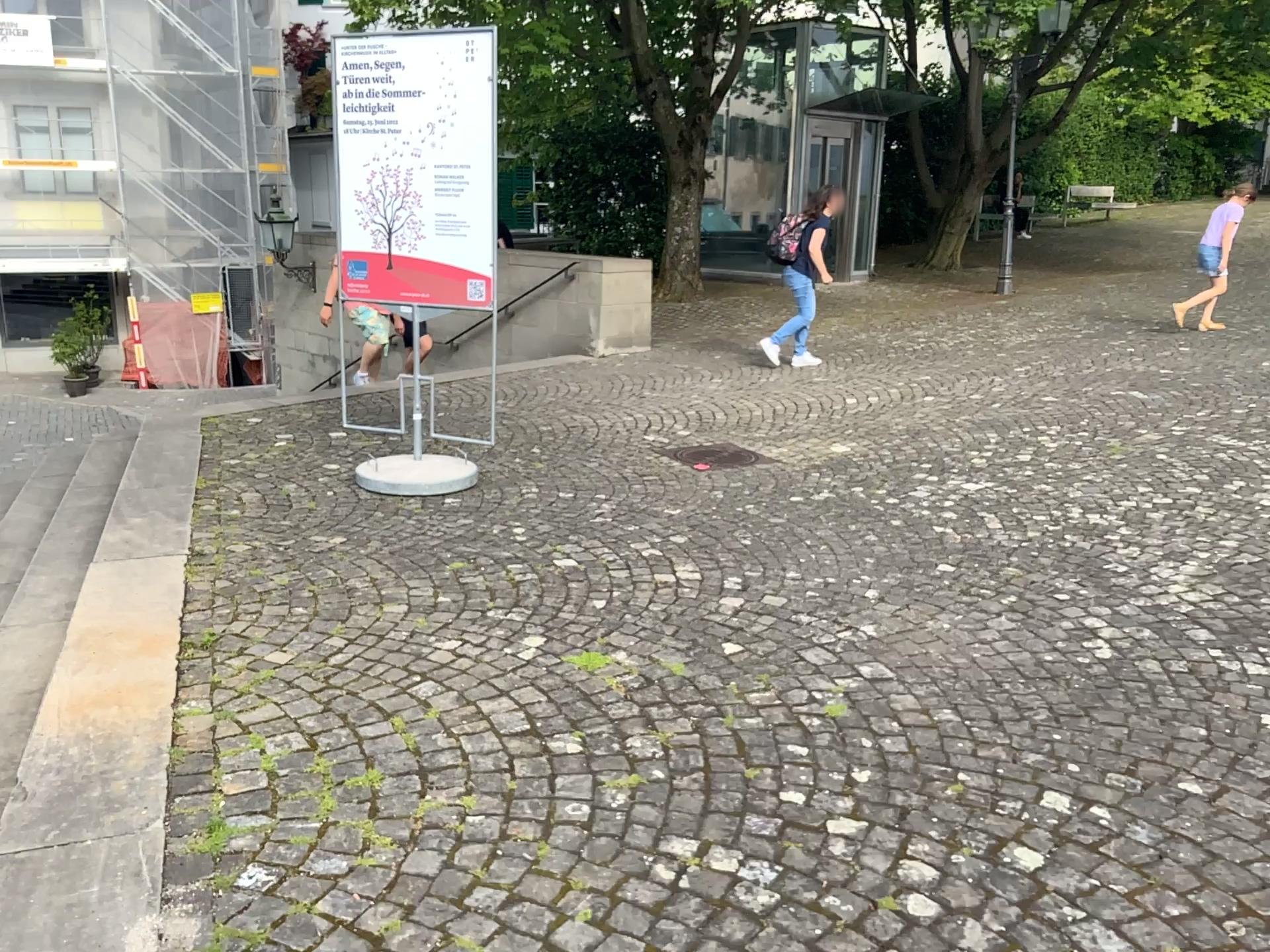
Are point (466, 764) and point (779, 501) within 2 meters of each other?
no
